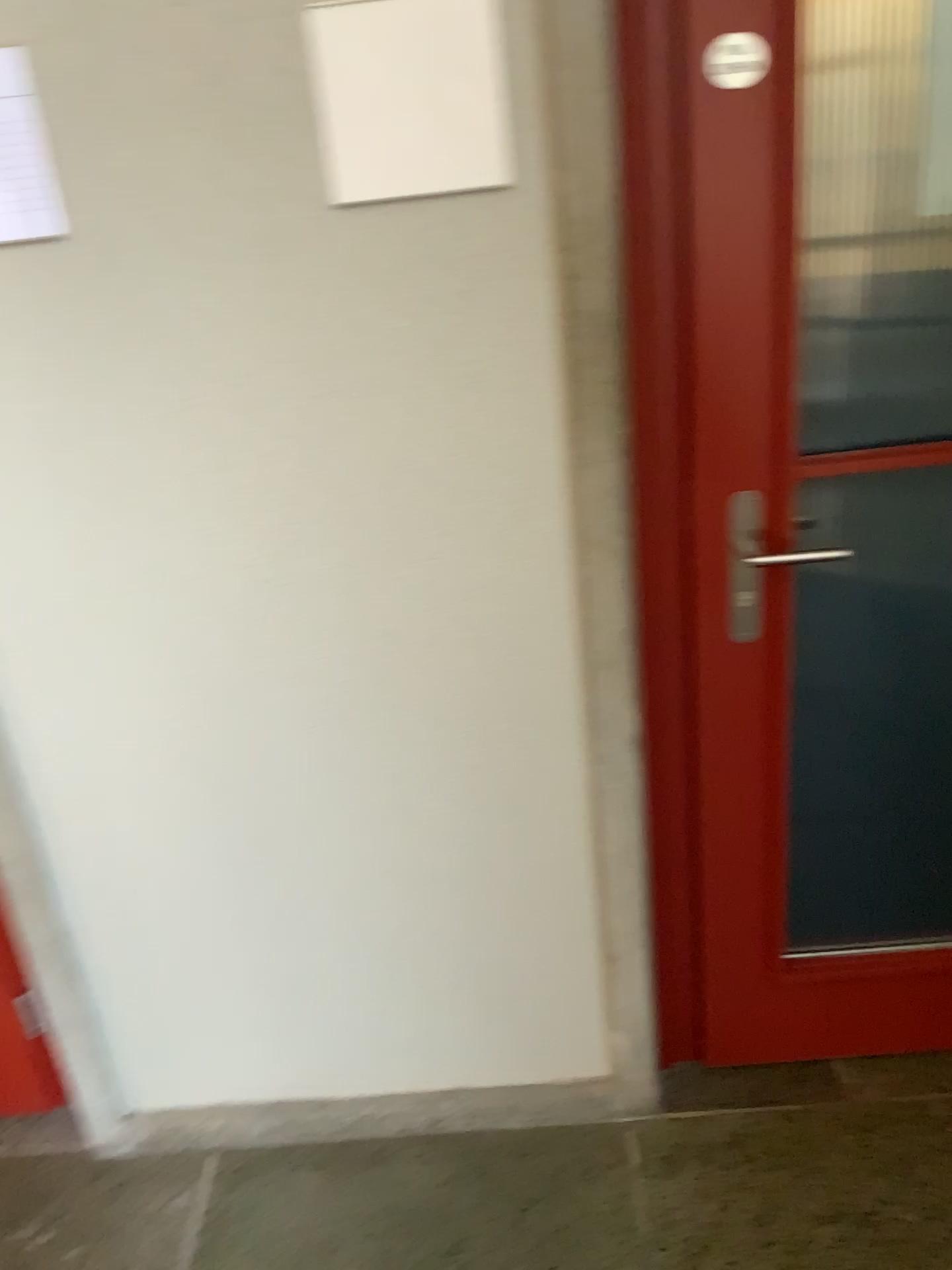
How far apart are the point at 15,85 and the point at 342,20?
0.4m

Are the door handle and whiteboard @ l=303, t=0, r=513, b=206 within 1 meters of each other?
yes

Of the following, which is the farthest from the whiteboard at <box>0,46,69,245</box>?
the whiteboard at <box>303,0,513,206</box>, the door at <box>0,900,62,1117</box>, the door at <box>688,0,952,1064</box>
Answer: the door at <box>0,900,62,1117</box>

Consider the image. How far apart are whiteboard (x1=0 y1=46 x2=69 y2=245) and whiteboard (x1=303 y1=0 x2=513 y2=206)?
0.3 meters

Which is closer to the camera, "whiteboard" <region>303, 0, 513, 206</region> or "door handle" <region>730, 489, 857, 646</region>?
"whiteboard" <region>303, 0, 513, 206</region>

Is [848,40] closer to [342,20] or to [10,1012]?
[342,20]

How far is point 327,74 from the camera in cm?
120

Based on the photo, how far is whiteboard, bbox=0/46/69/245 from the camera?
1.2 meters

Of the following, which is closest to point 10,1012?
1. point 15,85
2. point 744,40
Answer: point 15,85

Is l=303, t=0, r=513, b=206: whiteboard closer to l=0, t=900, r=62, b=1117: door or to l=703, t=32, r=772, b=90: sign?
l=703, t=32, r=772, b=90: sign
